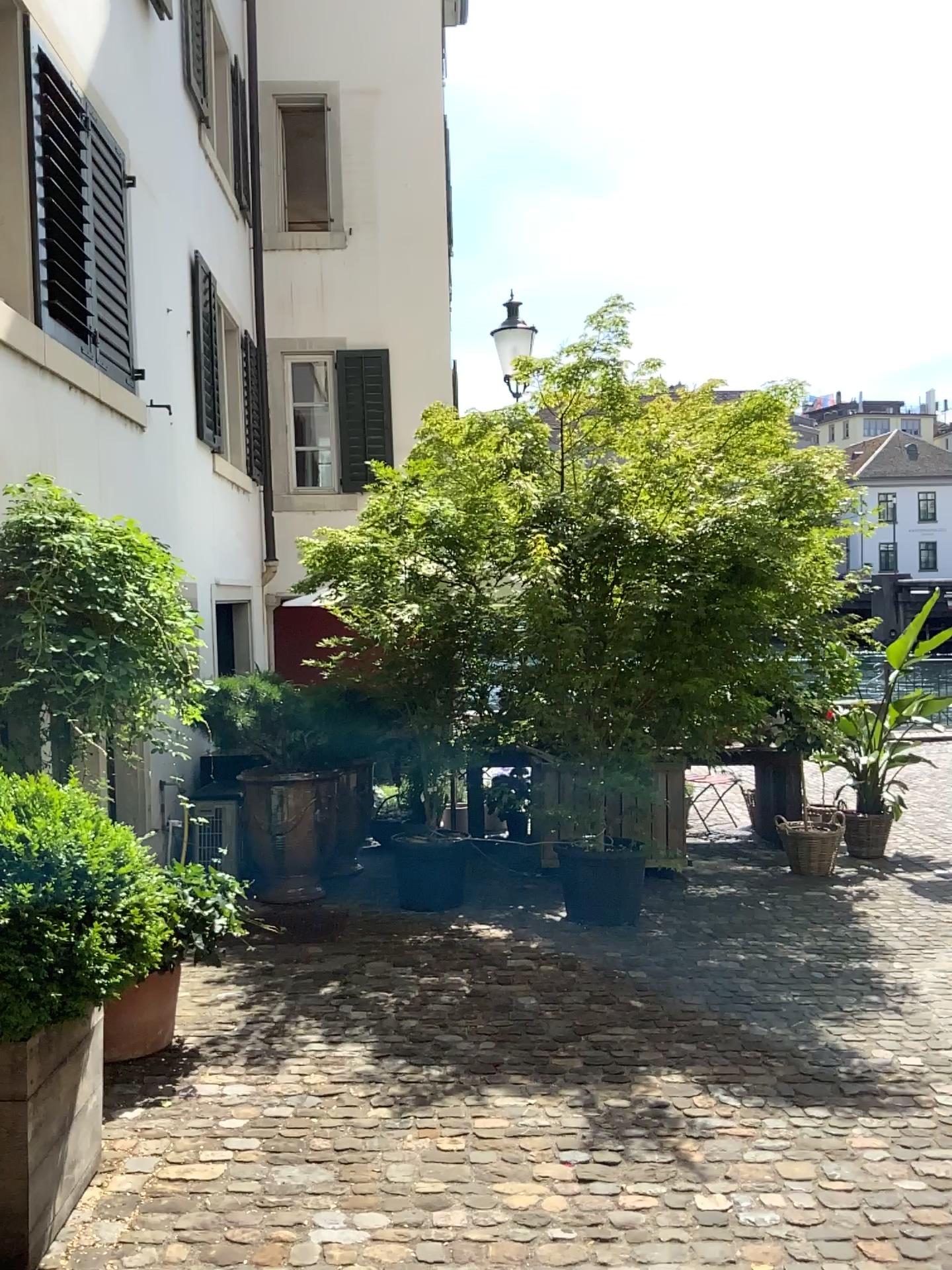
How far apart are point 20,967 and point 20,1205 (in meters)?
0.58

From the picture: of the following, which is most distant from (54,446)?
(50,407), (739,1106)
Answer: (739,1106)

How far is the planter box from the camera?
2.5 meters

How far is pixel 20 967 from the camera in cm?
242

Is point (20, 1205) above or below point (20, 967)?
below

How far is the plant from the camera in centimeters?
242cm
